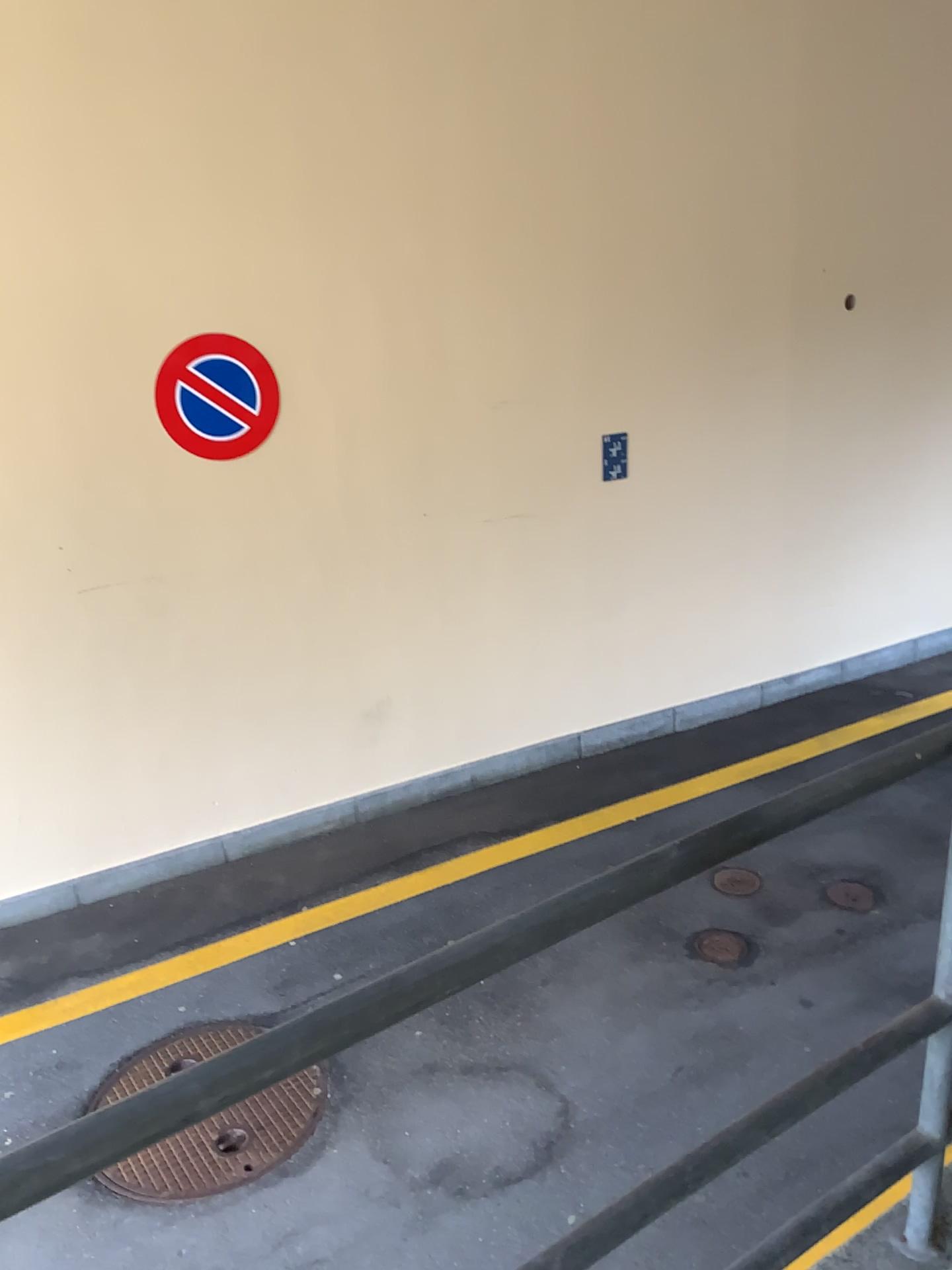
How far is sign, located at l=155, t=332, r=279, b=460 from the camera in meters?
4.1

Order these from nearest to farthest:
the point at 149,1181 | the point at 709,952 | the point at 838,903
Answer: the point at 149,1181
the point at 709,952
the point at 838,903

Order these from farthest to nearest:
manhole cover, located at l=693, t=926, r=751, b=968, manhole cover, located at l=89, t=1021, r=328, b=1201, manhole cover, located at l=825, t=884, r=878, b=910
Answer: manhole cover, located at l=825, t=884, r=878, b=910
manhole cover, located at l=693, t=926, r=751, b=968
manhole cover, located at l=89, t=1021, r=328, b=1201

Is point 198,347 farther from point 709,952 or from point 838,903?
point 838,903

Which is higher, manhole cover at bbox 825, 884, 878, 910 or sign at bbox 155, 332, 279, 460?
sign at bbox 155, 332, 279, 460

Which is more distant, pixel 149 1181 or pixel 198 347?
pixel 198 347

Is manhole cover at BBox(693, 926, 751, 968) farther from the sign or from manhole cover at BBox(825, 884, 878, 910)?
the sign

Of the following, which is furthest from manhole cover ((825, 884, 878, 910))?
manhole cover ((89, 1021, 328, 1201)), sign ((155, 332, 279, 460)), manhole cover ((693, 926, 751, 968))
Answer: sign ((155, 332, 279, 460))

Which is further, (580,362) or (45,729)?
(580,362)

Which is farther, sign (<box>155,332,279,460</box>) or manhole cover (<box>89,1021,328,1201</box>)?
sign (<box>155,332,279,460</box>)
